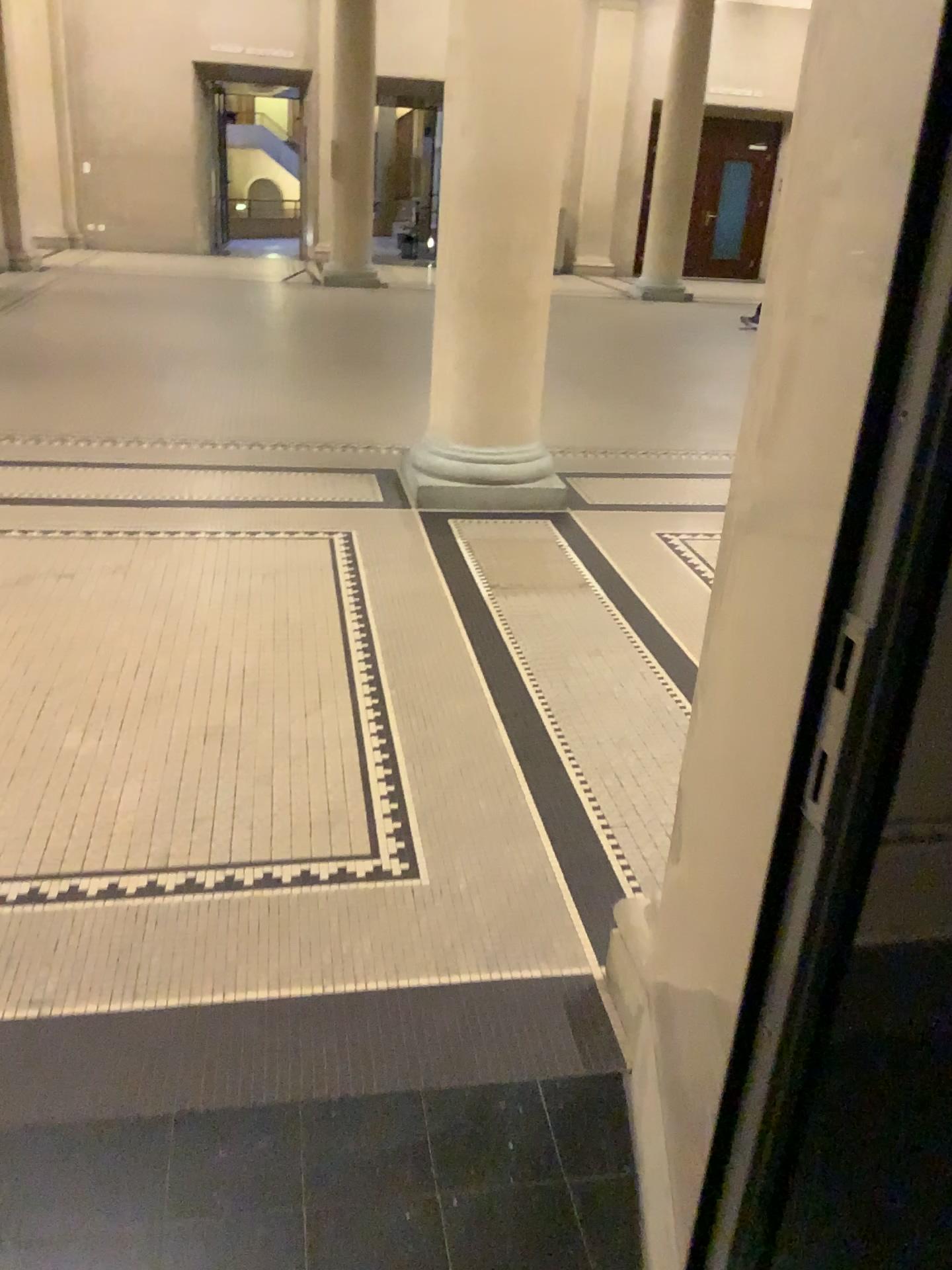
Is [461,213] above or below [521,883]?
above
